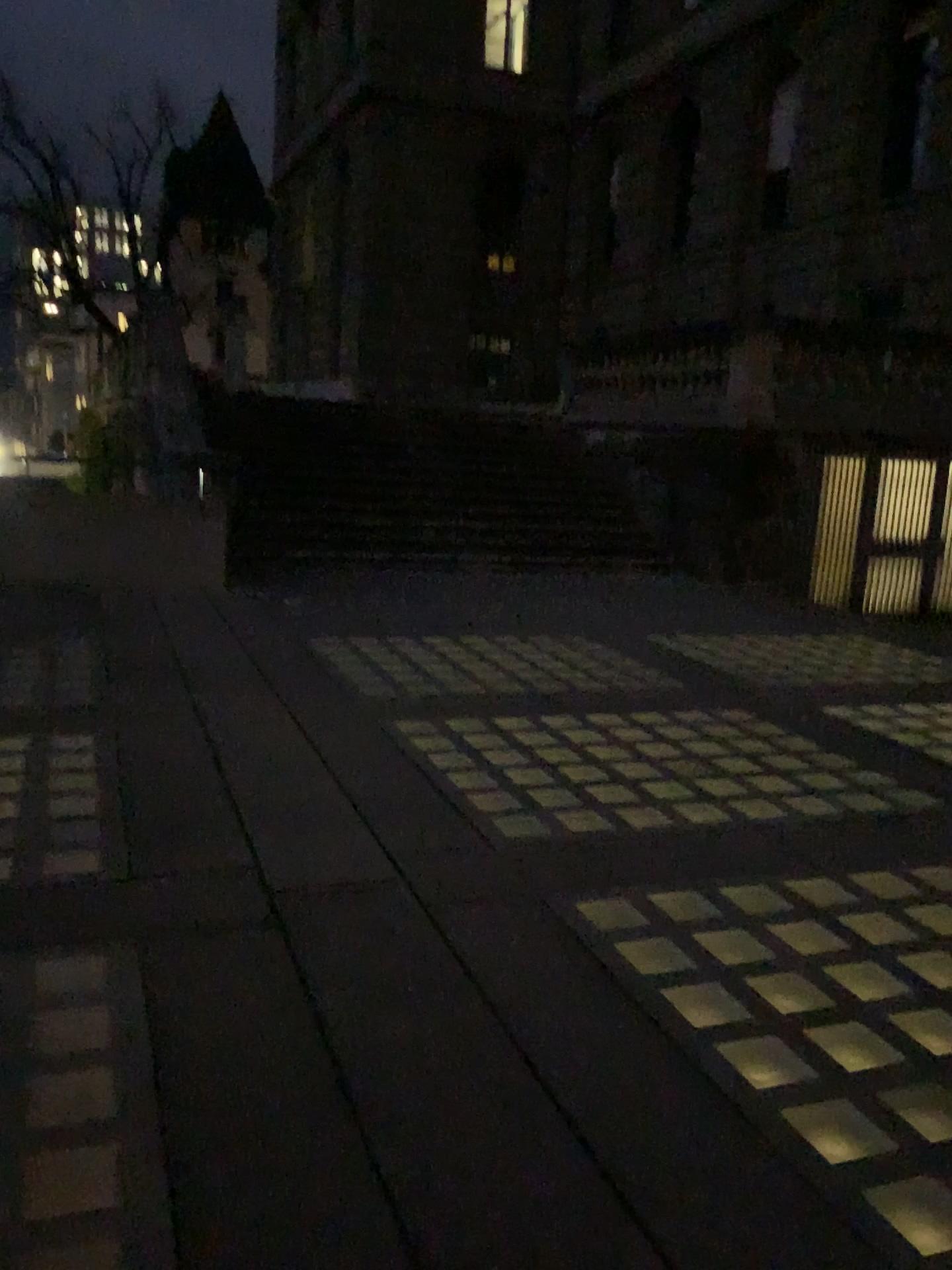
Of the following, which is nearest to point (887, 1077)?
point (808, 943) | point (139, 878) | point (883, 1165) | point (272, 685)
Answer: point (883, 1165)
